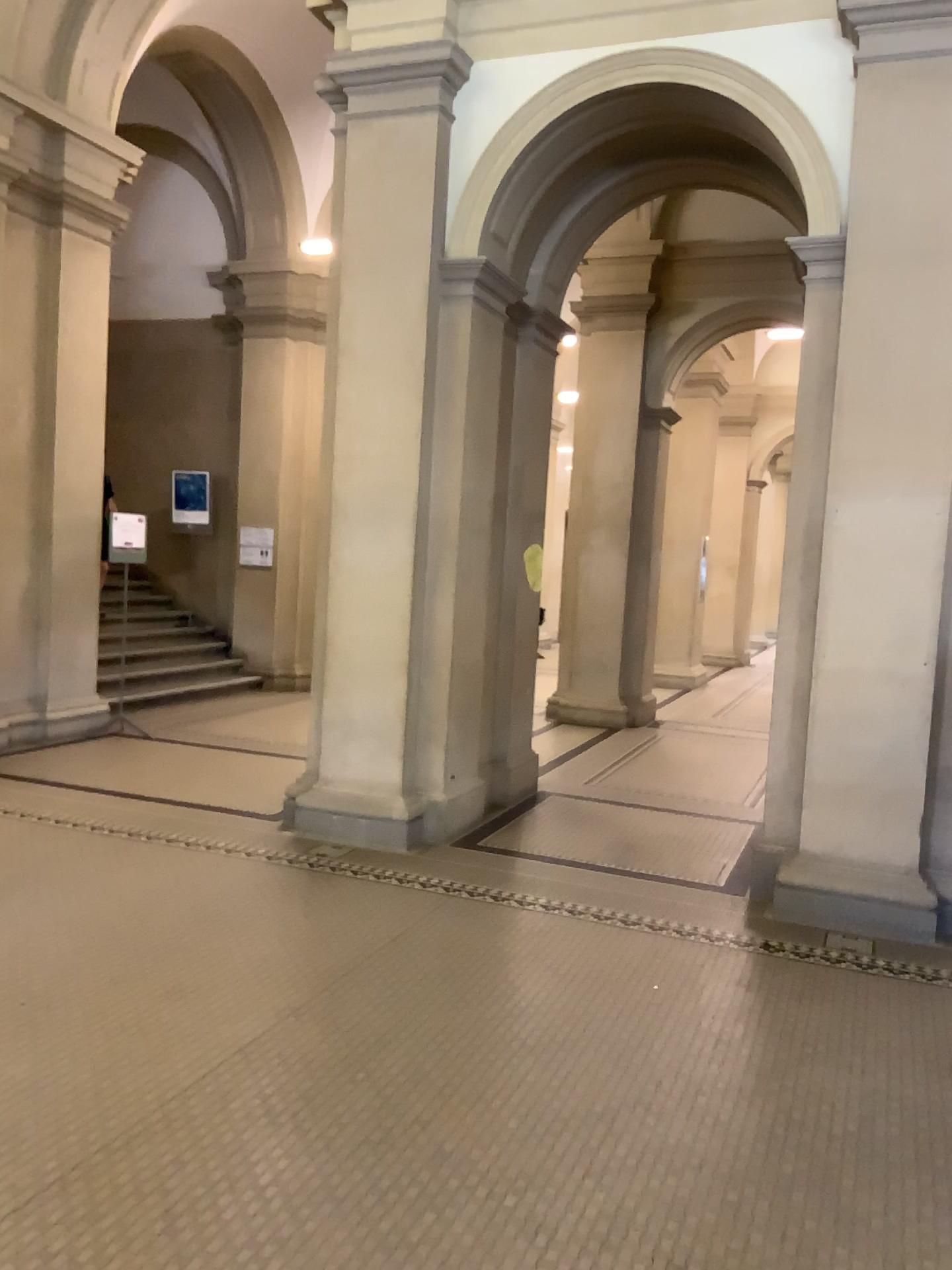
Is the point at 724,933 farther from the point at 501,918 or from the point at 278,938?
the point at 278,938
